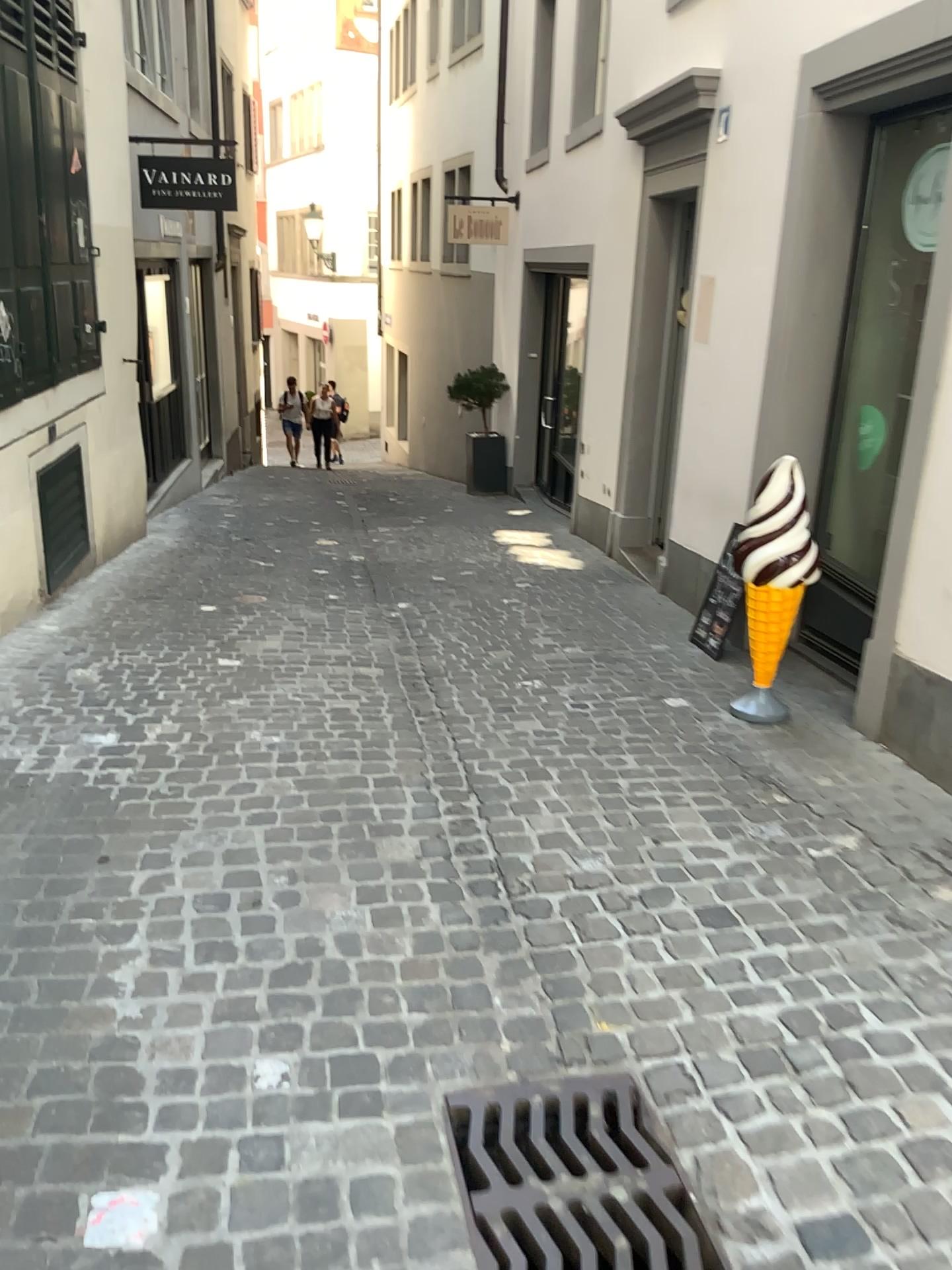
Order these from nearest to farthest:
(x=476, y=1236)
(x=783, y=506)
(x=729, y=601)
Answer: (x=476, y=1236)
(x=783, y=506)
(x=729, y=601)

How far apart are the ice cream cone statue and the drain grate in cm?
213

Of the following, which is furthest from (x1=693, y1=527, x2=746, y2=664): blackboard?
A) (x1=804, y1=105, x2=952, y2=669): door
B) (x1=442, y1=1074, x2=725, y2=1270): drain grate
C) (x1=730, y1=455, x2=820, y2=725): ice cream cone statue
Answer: (x1=442, y1=1074, x2=725, y2=1270): drain grate

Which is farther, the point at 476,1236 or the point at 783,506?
the point at 783,506

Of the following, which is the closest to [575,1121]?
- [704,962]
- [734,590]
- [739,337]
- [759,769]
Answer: [704,962]

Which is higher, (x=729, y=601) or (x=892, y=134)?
(x=892, y=134)

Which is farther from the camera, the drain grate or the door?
the door

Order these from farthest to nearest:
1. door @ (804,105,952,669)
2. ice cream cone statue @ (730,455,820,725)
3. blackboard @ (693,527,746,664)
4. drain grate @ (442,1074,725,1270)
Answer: blackboard @ (693,527,746,664) → door @ (804,105,952,669) → ice cream cone statue @ (730,455,820,725) → drain grate @ (442,1074,725,1270)

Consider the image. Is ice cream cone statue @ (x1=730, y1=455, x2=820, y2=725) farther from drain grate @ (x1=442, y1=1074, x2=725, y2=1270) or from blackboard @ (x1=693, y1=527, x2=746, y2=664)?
drain grate @ (x1=442, y1=1074, x2=725, y2=1270)

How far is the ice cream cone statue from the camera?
3.7m
